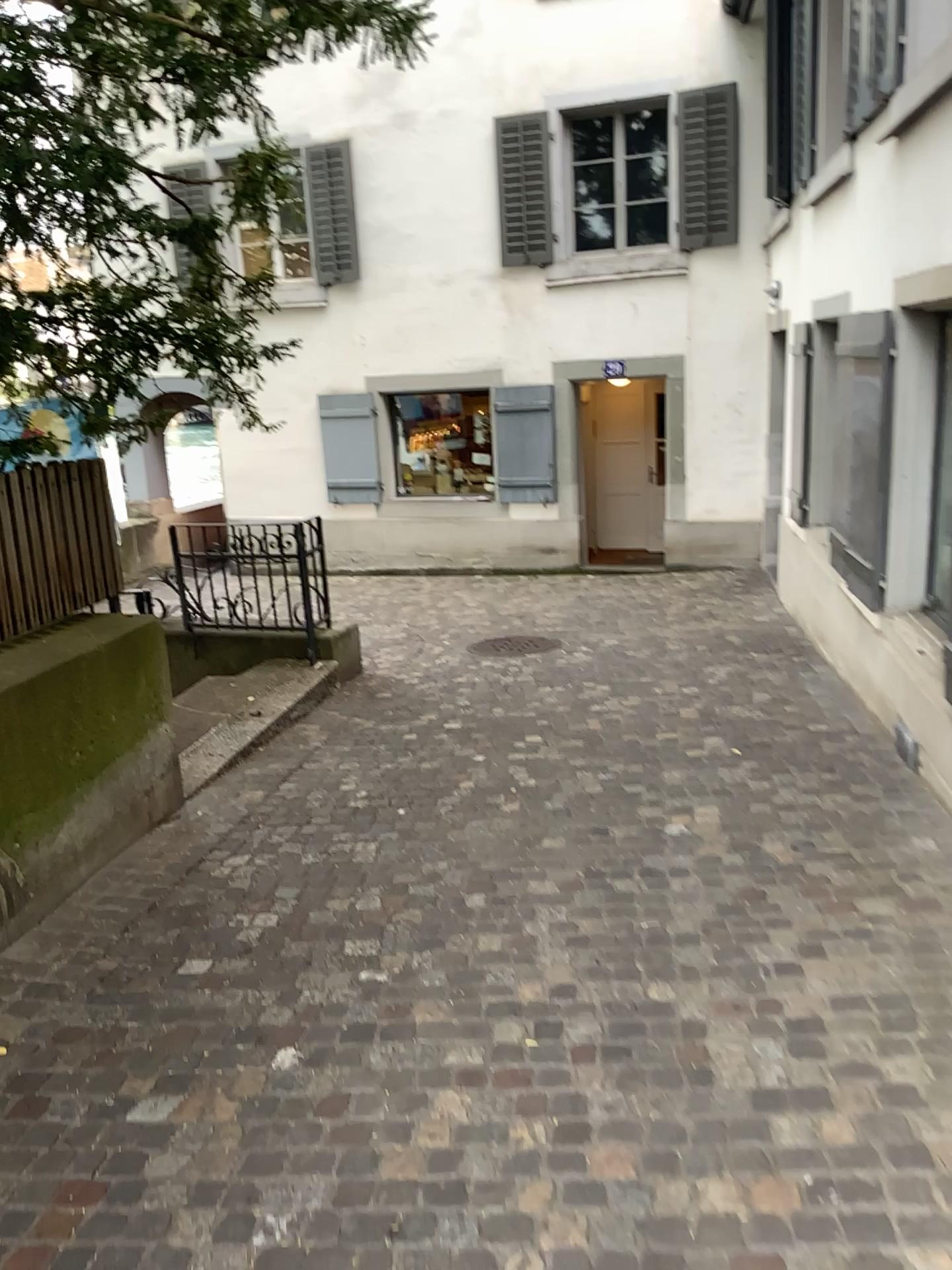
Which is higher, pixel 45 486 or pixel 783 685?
pixel 45 486
